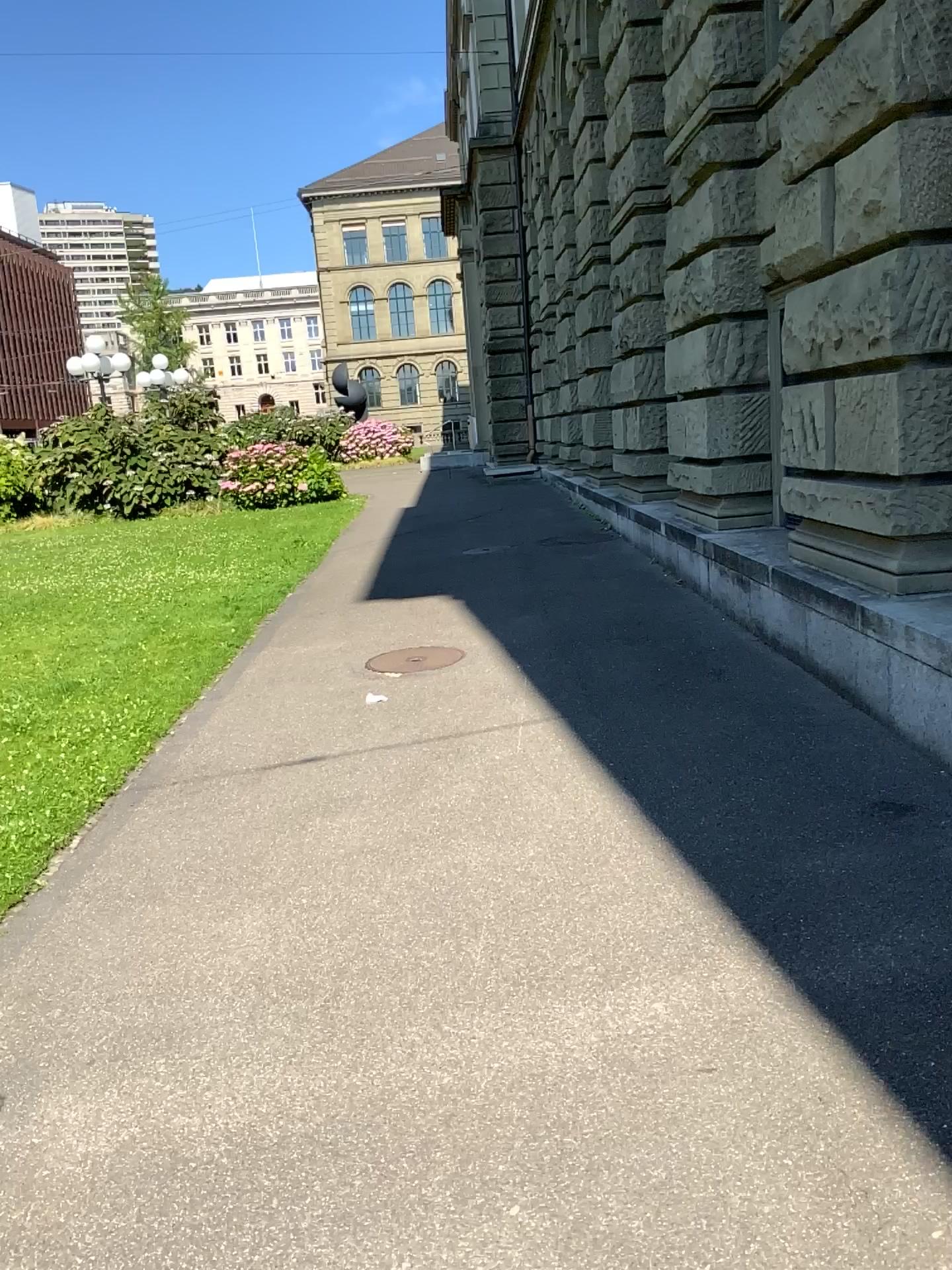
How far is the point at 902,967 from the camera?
2.8 meters
